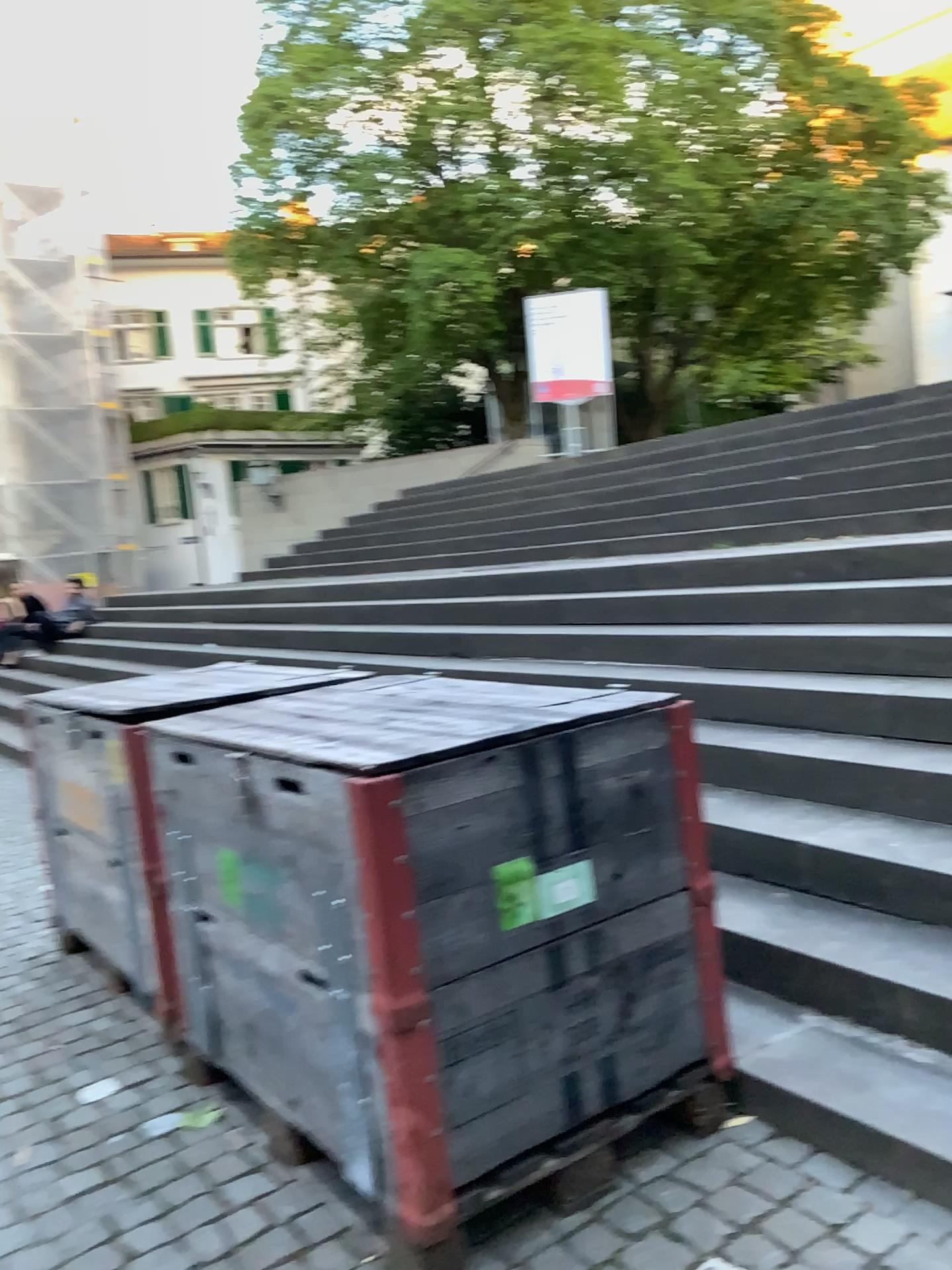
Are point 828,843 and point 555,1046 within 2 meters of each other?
yes
